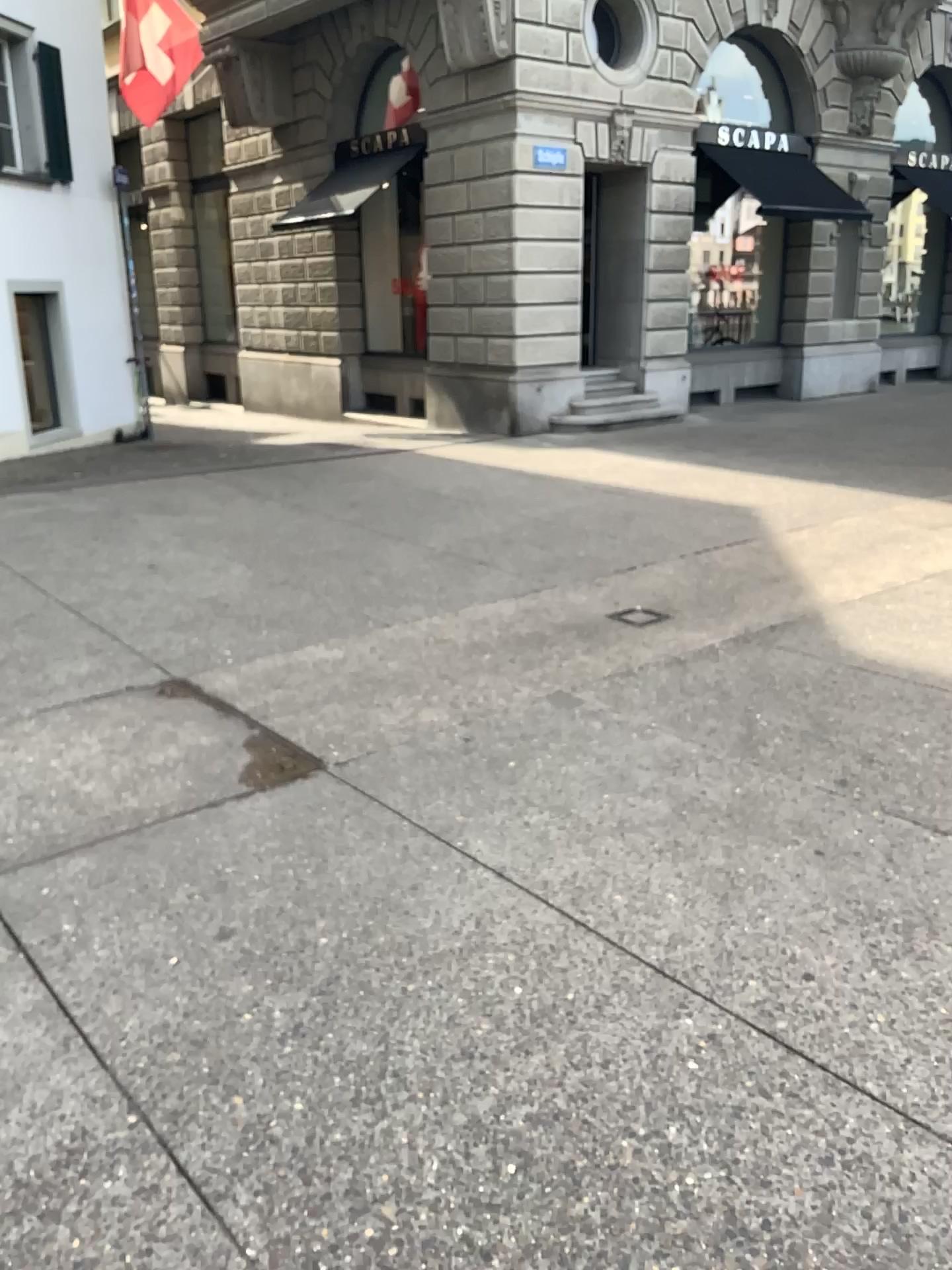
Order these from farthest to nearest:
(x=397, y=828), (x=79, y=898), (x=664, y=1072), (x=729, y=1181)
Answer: (x=397, y=828) < (x=79, y=898) < (x=664, y=1072) < (x=729, y=1181)
